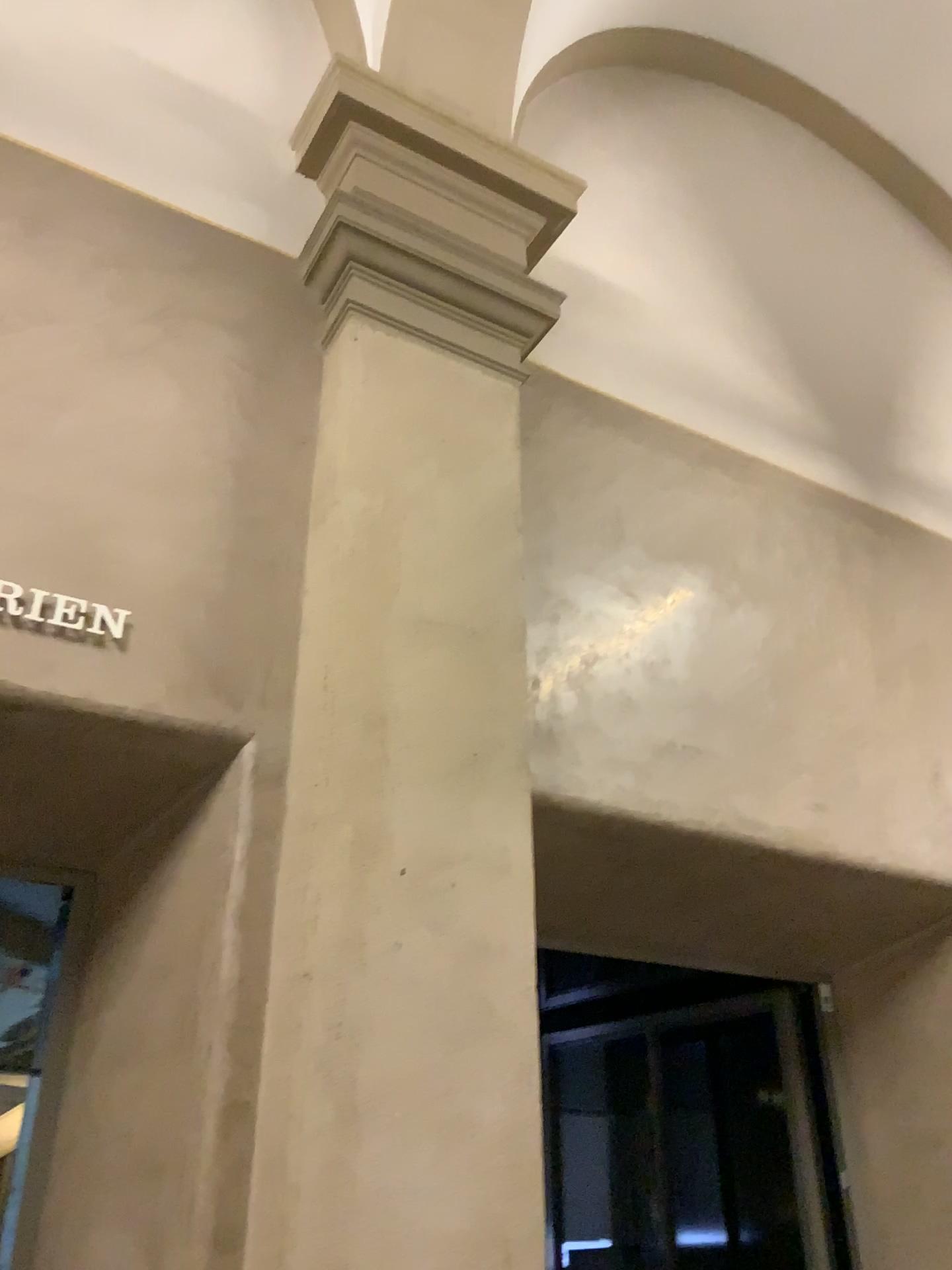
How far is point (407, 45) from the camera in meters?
3.4 m

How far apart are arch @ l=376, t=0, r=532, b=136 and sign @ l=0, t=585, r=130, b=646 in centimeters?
211cm

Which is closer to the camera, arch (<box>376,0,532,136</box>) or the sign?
the sign

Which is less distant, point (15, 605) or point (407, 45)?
point (15, 605)

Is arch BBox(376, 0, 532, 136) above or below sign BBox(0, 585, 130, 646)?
above

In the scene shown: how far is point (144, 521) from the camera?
2.4m

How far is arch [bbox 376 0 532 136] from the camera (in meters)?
3.40

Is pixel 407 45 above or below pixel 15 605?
above

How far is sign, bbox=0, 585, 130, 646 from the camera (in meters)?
2.21
